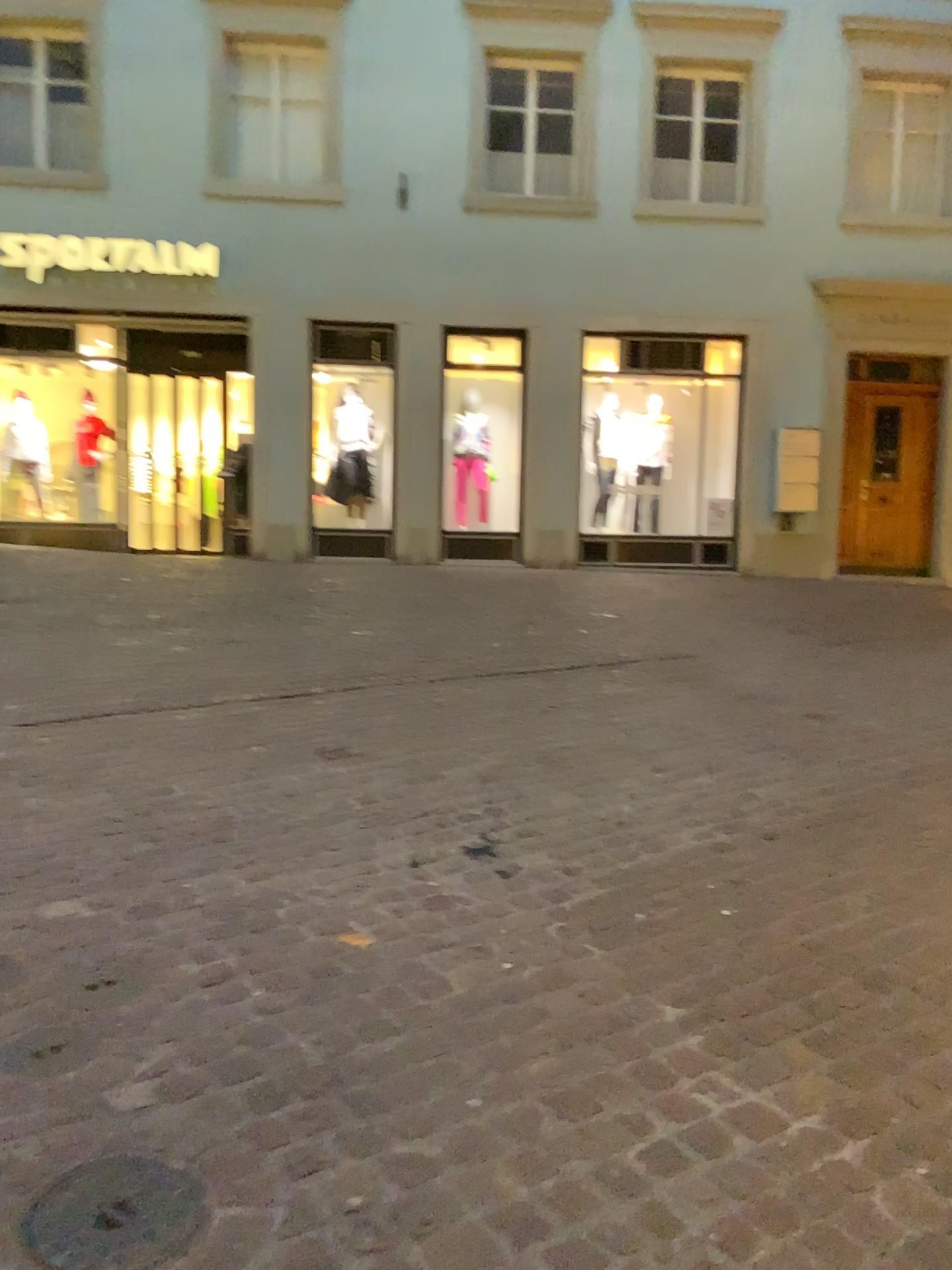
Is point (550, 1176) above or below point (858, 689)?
below

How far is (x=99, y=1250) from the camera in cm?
162

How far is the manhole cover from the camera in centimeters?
162cm
